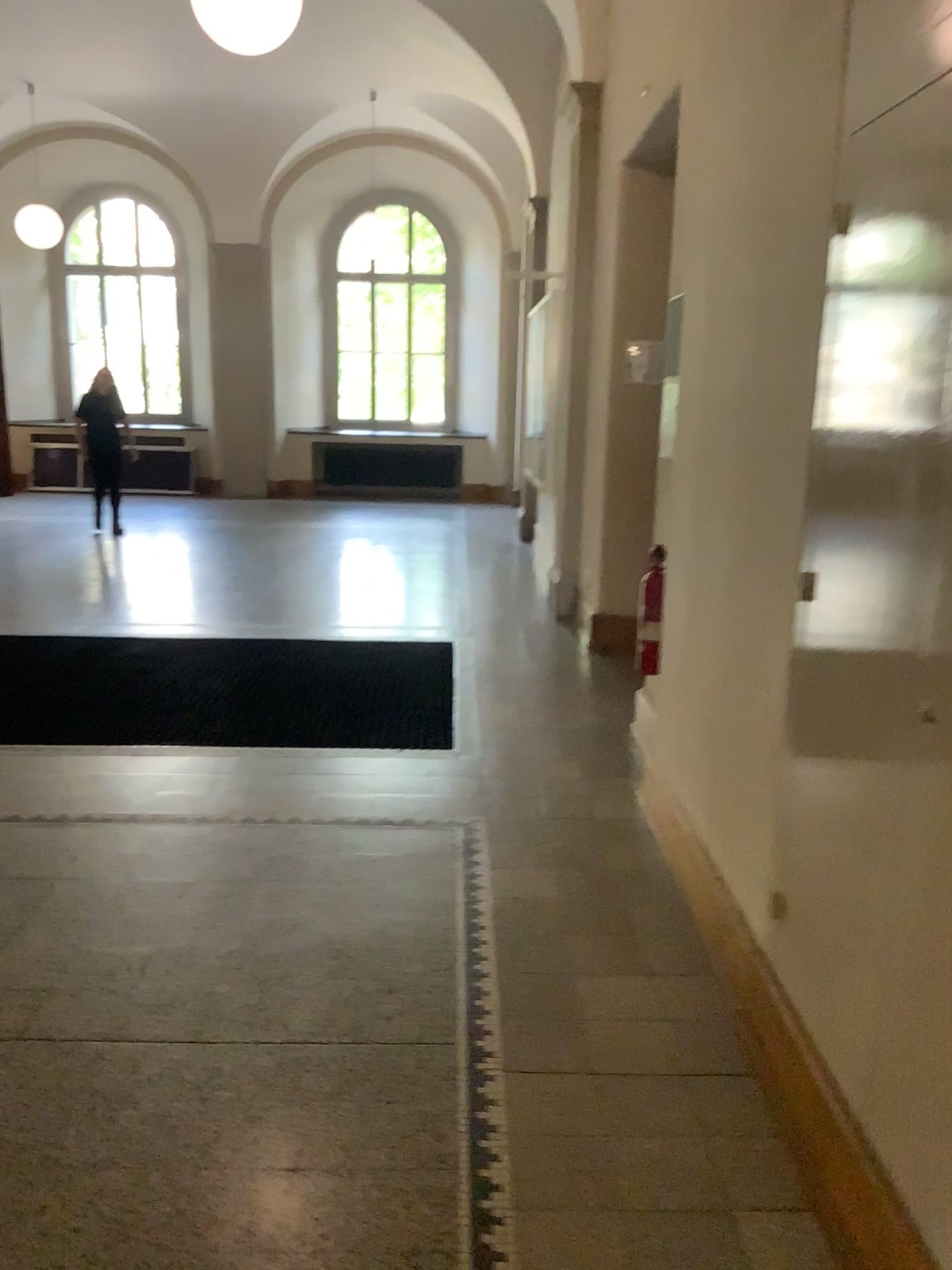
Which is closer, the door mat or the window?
the window

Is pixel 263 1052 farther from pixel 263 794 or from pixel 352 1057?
pixel 263 794

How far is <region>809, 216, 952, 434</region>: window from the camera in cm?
171

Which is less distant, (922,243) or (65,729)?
(922,243)

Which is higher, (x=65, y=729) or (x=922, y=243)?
(x=922, y=243)

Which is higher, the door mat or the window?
the window

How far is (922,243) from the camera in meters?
1.7
